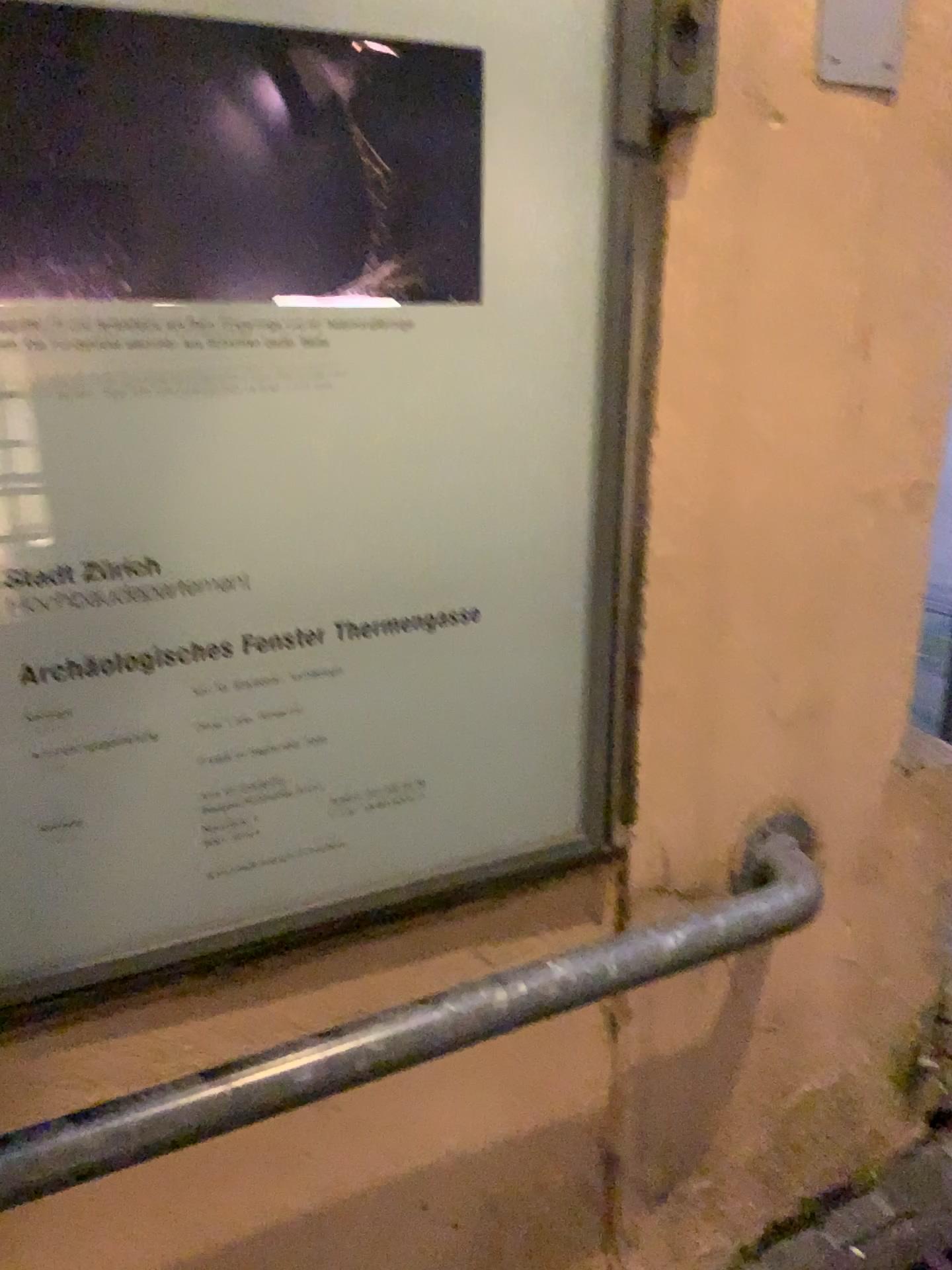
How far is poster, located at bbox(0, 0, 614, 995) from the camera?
0.65m

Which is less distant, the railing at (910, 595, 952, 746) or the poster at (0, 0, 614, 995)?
the poster at (0, 0, 614, 995)

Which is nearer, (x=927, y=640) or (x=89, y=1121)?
(x=89, y=1121)

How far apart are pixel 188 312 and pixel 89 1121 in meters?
0.5 m

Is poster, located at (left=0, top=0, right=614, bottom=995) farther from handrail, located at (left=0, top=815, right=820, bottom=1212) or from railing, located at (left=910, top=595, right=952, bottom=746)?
railing, located at (left=910, top=595, right=952, bottom=746)

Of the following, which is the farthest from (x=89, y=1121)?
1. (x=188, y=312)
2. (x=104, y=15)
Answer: (x=104, y=15)

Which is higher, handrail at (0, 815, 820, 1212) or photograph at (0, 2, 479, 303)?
photograph at (0, 2, 479, 303)

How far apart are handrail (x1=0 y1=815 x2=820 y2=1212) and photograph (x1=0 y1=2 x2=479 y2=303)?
0.50m

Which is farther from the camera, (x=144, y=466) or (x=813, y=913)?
(x=813, y=913)

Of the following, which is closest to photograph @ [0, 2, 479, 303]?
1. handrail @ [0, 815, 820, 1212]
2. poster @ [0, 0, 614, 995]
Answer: poster @ [0, 0, 614, 995]
